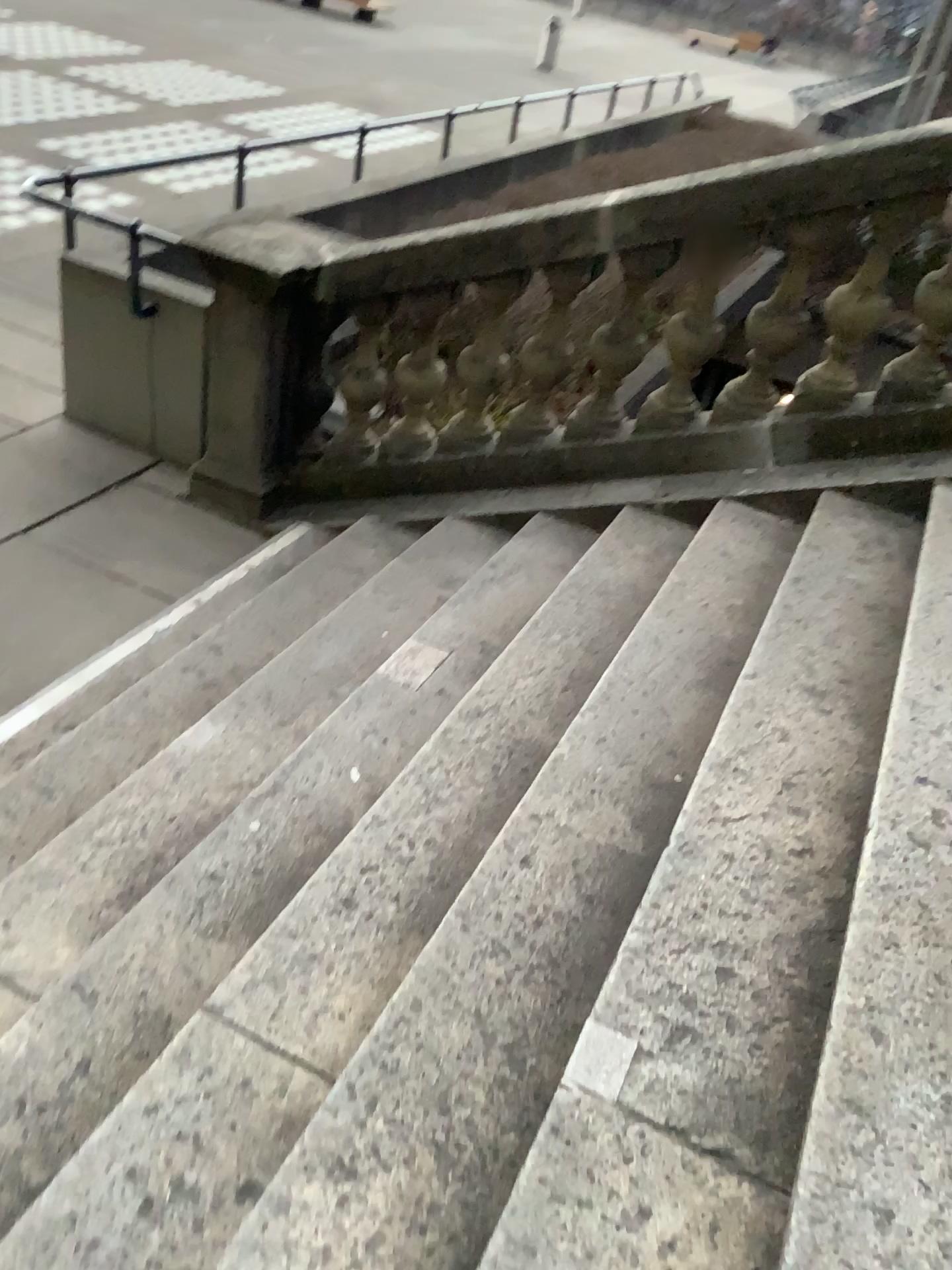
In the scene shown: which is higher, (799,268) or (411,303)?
(799,268)

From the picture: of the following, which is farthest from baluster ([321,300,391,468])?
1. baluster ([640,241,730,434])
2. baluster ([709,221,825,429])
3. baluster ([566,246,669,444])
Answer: baluster ([709,221,825,429])

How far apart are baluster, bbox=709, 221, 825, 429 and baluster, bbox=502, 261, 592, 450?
0.6 meters

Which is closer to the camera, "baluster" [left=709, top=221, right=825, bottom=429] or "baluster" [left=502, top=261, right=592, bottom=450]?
"baluster" [left=709, top=221, right=825, bottom=429]

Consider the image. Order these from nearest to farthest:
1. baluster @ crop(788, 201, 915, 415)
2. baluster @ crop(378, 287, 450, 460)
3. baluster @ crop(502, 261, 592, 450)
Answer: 1. baluster @ crop(788, 201, 915, 415)
2. baluster @ crop(502, 261, 592, 450)
3. baluster @ crop(378, 287, 450, 460)

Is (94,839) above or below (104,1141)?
below

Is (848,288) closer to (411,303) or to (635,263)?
(635,263)

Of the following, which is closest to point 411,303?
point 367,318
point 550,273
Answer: point 367,318

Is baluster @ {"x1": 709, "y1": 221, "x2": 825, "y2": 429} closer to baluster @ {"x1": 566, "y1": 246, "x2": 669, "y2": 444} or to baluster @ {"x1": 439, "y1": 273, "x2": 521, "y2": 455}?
baluster @ {"x1": 566, "y1": 246, "x2": 669, "y2": 444}

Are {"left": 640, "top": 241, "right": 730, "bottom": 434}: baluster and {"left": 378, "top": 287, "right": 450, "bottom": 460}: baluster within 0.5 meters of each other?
no
